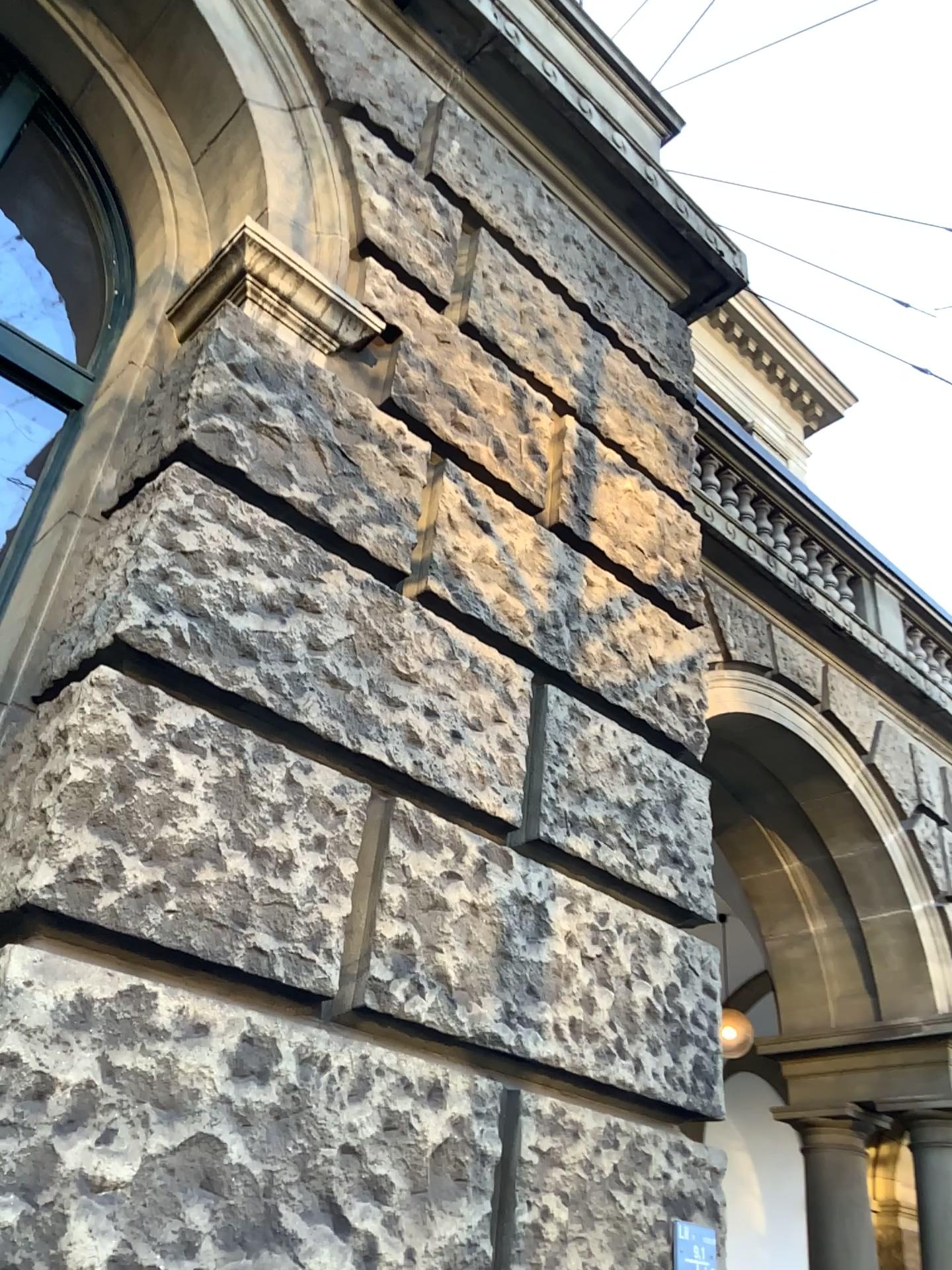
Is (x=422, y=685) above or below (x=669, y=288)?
below
